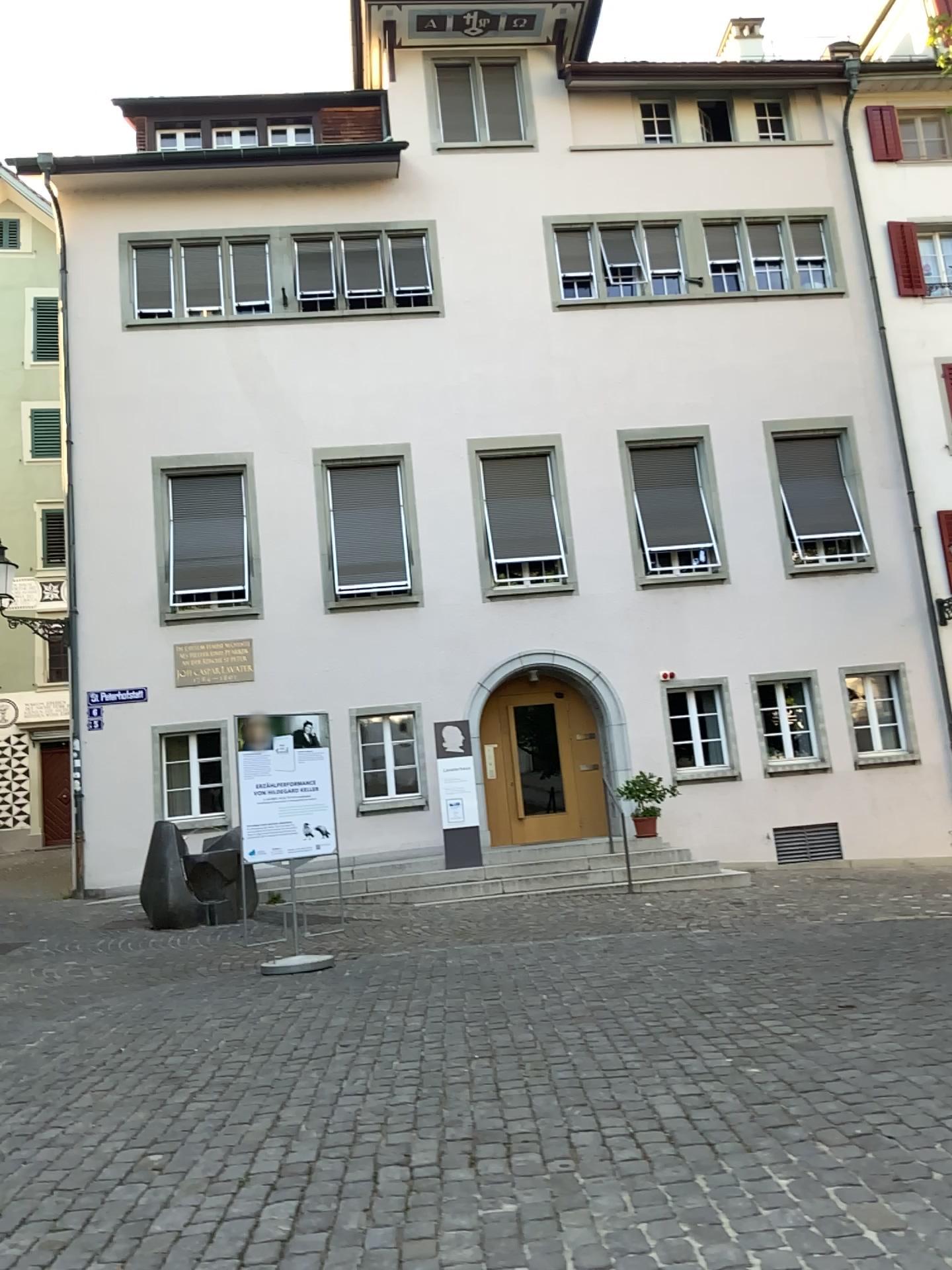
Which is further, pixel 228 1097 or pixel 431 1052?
pixel 431 1052
